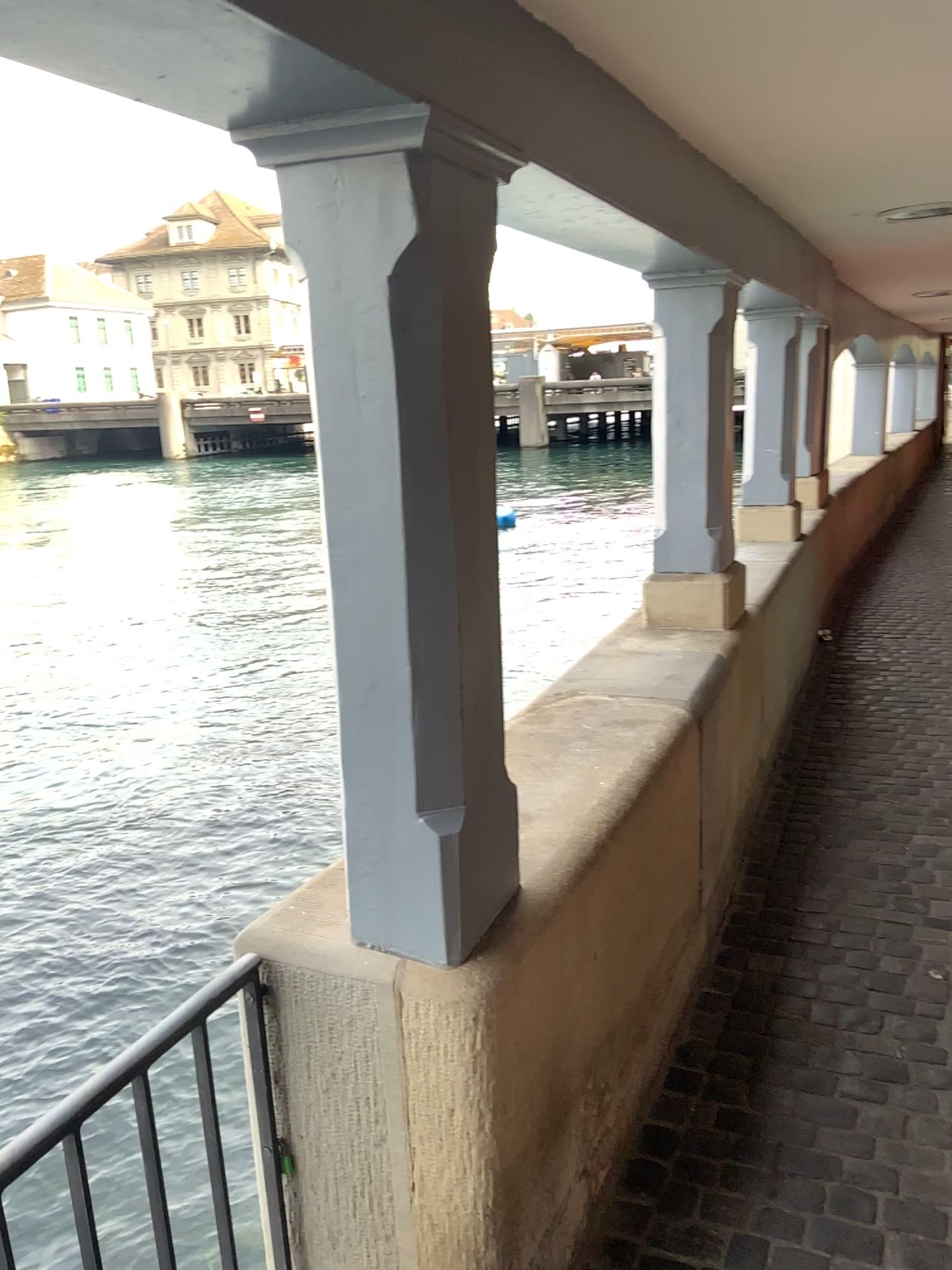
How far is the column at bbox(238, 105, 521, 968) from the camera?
1.3 meters

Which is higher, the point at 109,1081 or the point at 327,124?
the point at 327,124

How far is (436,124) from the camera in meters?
1.3
